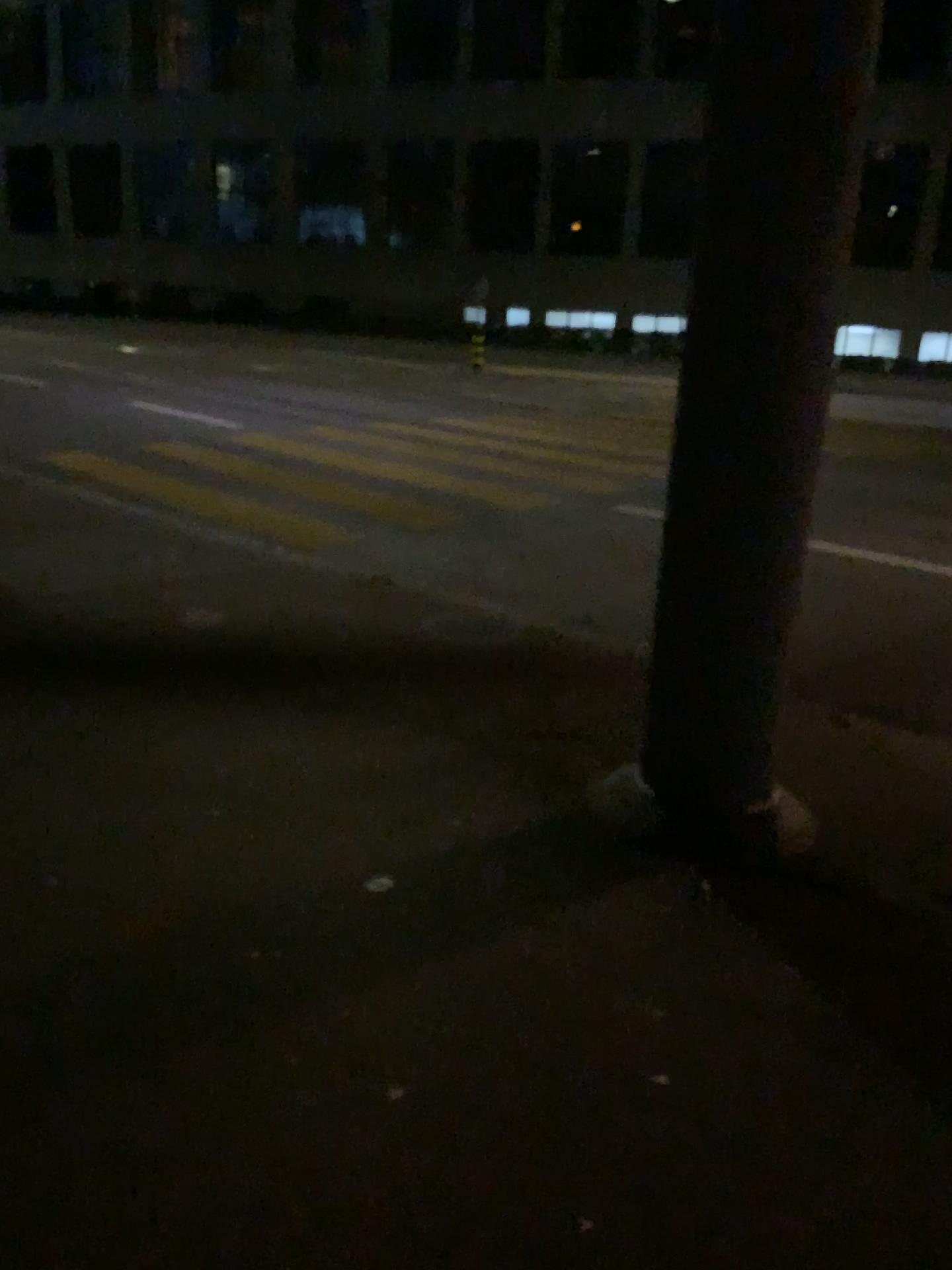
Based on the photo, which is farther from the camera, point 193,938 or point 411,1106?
point 193,938
